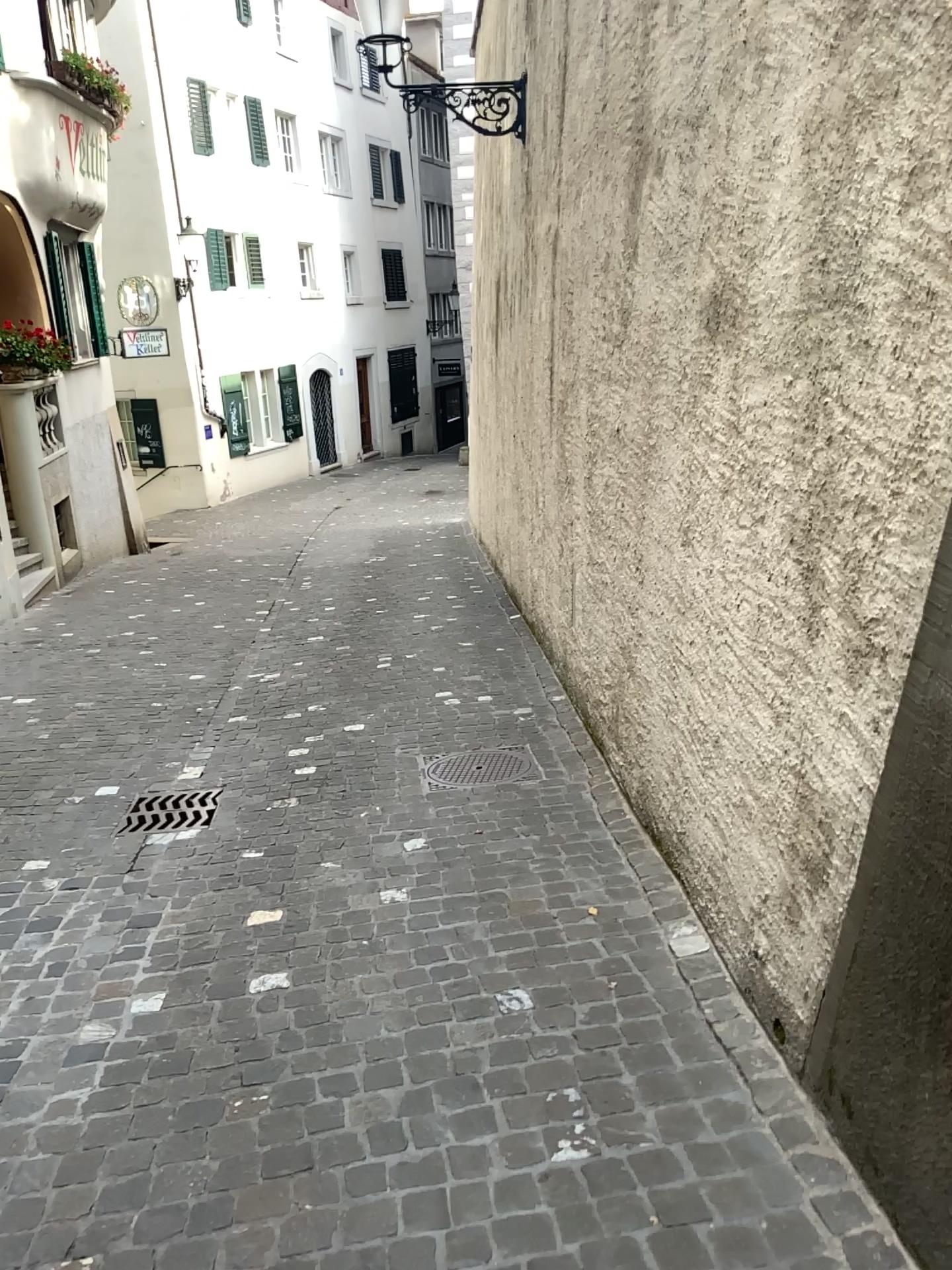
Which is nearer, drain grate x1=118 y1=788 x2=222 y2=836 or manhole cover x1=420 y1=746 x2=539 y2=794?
drain grate x1=118 y1=788 x2=222 y2=836

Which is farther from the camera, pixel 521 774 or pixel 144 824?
pixel 521 774

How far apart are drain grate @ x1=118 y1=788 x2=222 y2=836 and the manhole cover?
0.9 meters

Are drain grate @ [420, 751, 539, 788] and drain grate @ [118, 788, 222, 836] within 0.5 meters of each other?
no

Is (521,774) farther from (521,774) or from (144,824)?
(144,824)

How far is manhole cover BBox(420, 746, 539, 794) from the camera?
4.54m

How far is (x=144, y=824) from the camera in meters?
4.3 m

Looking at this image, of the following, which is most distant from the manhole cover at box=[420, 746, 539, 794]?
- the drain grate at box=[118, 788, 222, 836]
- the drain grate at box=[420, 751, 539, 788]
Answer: the drain grate at box=[118, 788, 222, 836]

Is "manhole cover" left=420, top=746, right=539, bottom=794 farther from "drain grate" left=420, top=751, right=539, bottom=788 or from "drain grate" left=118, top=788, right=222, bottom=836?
"drain grate" left=118, top=788, right=222, bottom=836

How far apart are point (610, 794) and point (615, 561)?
0.9 meters
